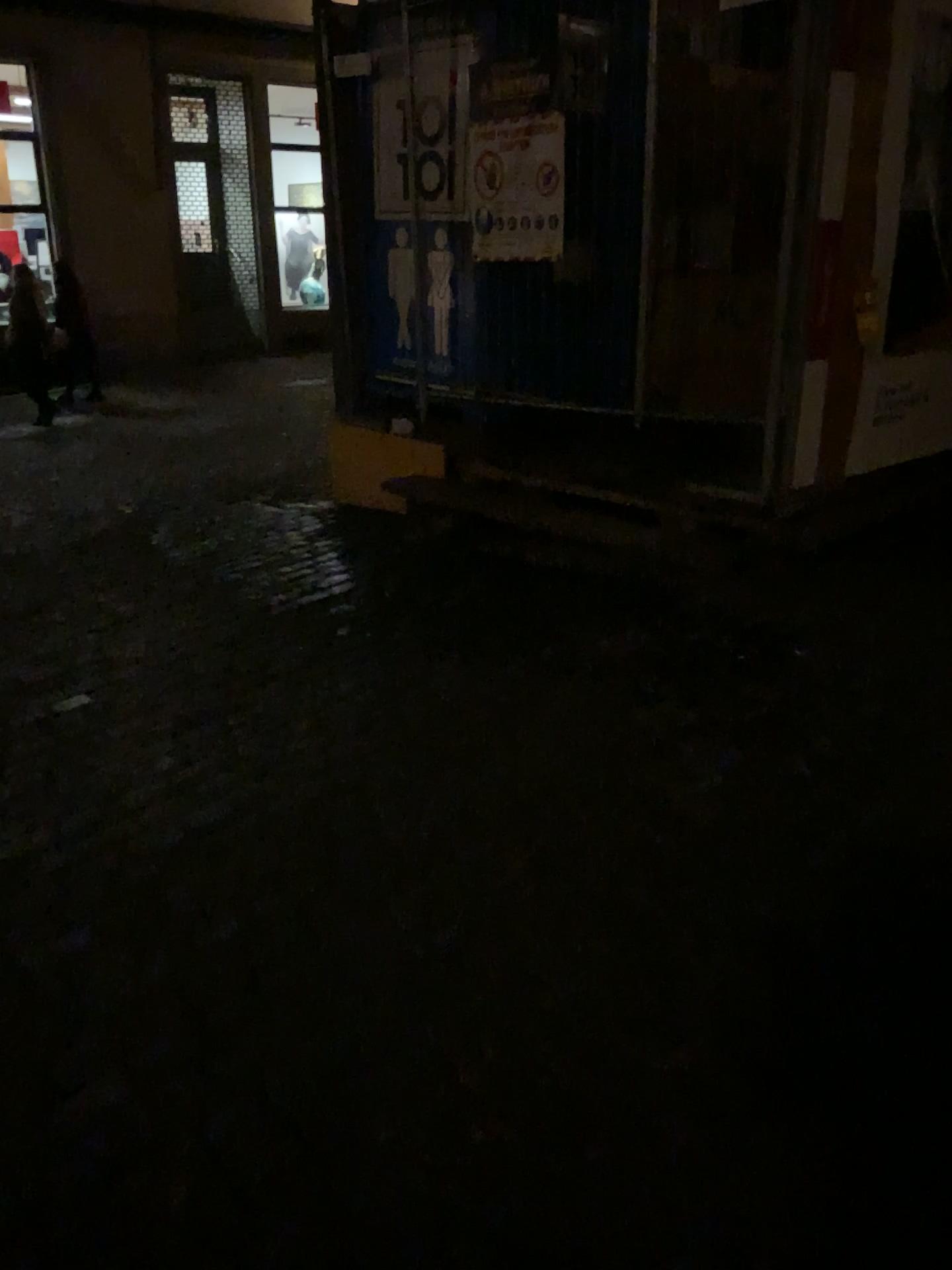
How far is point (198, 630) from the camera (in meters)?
4.37
